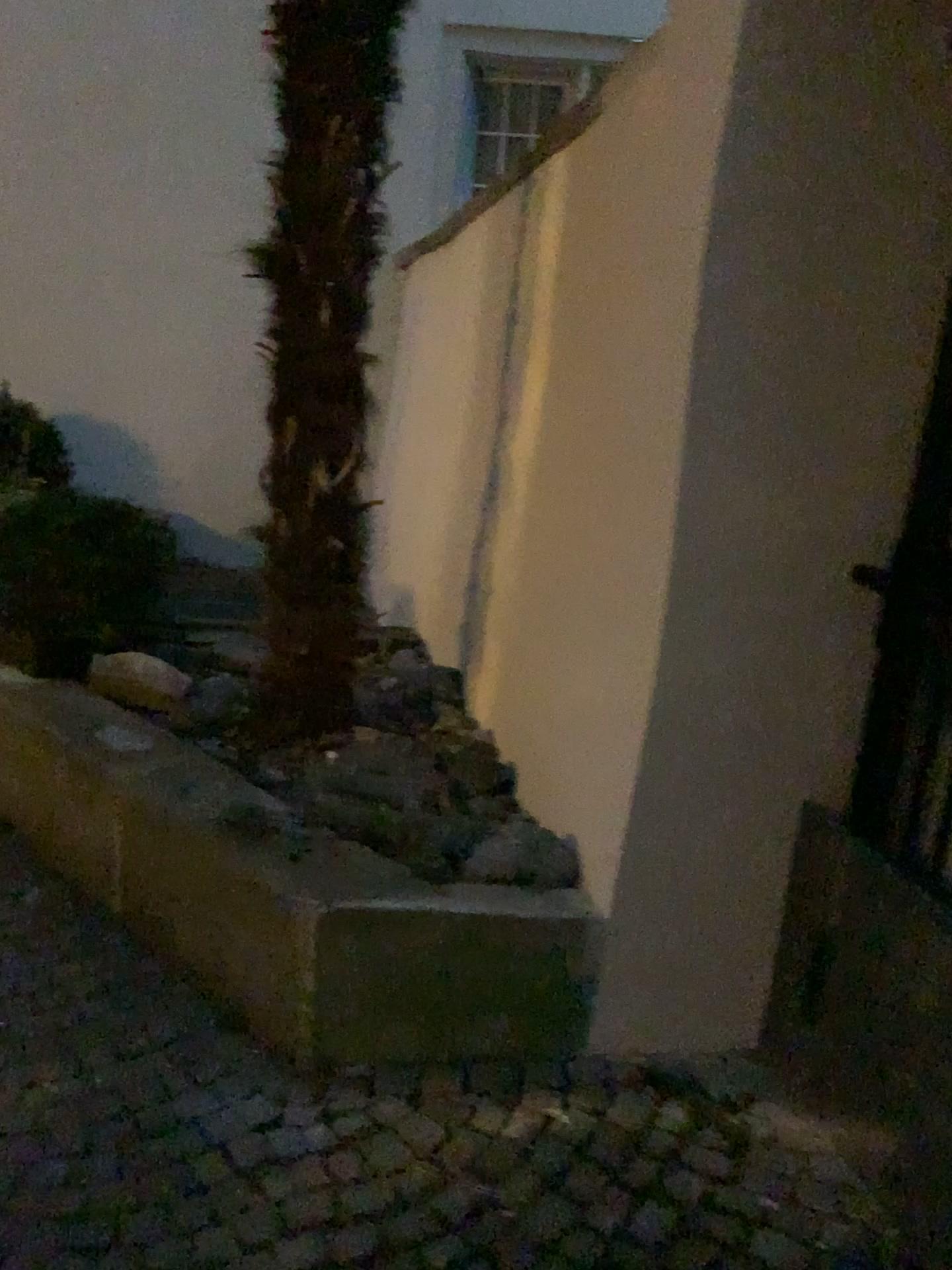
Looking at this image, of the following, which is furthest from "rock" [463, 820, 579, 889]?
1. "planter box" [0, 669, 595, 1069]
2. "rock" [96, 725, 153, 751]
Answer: "rock" [96, 725, 153, 751]

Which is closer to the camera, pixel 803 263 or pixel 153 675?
pixel 803 263

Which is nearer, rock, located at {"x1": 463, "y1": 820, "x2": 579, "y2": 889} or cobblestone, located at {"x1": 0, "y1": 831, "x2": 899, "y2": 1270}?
cobblestone, located at {"x1": 0, "y1": 831, "x2": 899, "y2": 1270}

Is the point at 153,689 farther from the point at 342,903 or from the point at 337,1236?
the point at 337,1236

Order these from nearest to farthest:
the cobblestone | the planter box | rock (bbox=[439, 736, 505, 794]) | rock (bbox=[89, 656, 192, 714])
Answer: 1. the cobblestone
2. the planter box
3. rock (bbox=[439, 736, 505, 794])
4. rock (bbox=[89, 656, 192, 714])

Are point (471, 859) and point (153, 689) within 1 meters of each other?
no

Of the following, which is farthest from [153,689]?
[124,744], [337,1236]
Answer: [337,1236]

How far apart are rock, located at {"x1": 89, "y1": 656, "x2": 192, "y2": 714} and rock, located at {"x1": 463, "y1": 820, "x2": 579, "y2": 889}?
1.4m

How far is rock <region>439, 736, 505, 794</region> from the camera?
2.8m

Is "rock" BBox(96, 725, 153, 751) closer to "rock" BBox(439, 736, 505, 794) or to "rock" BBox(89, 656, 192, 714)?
"rock" BBox(89, 656, 192, 714)
